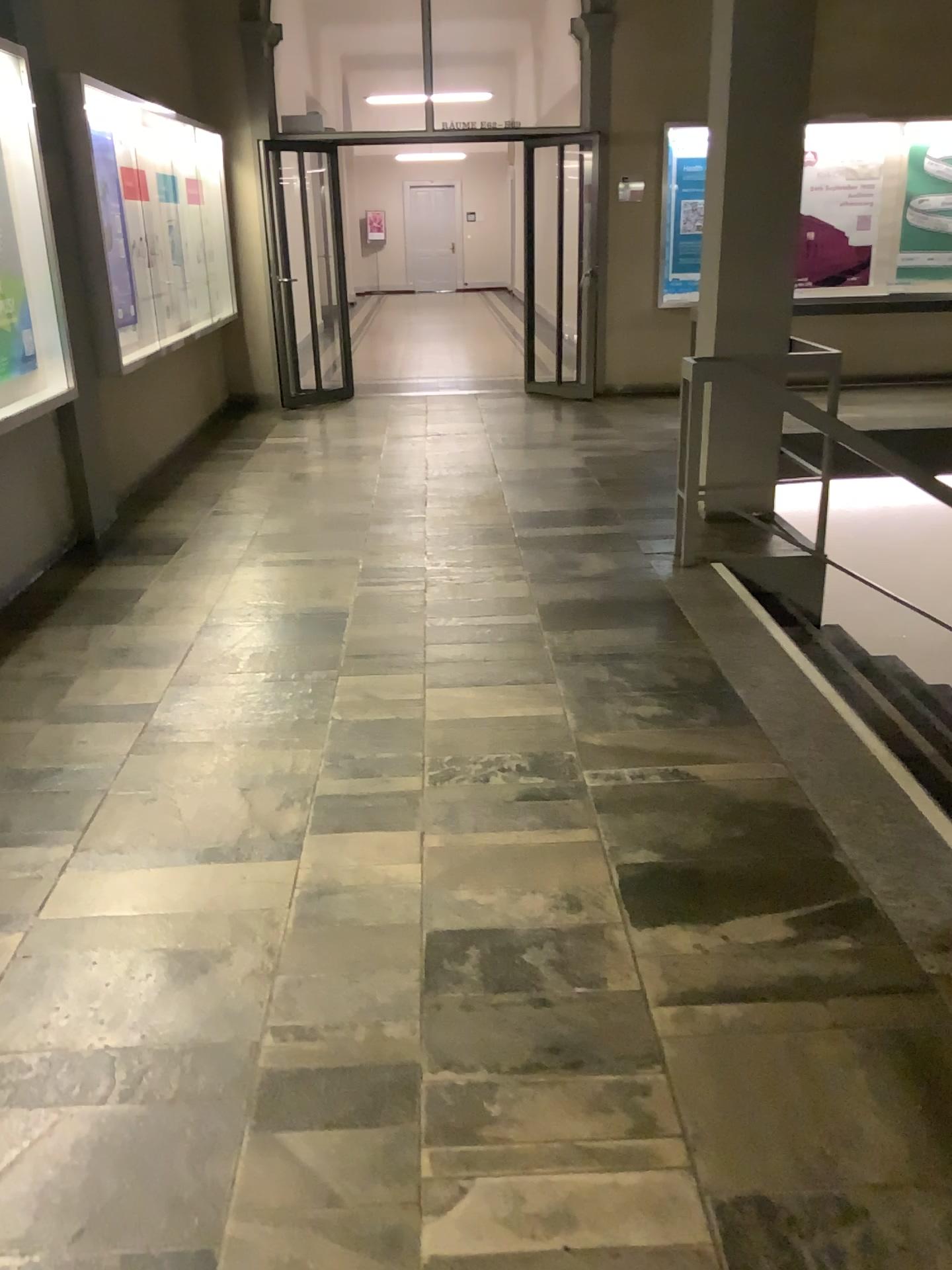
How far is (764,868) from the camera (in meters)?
2.53
